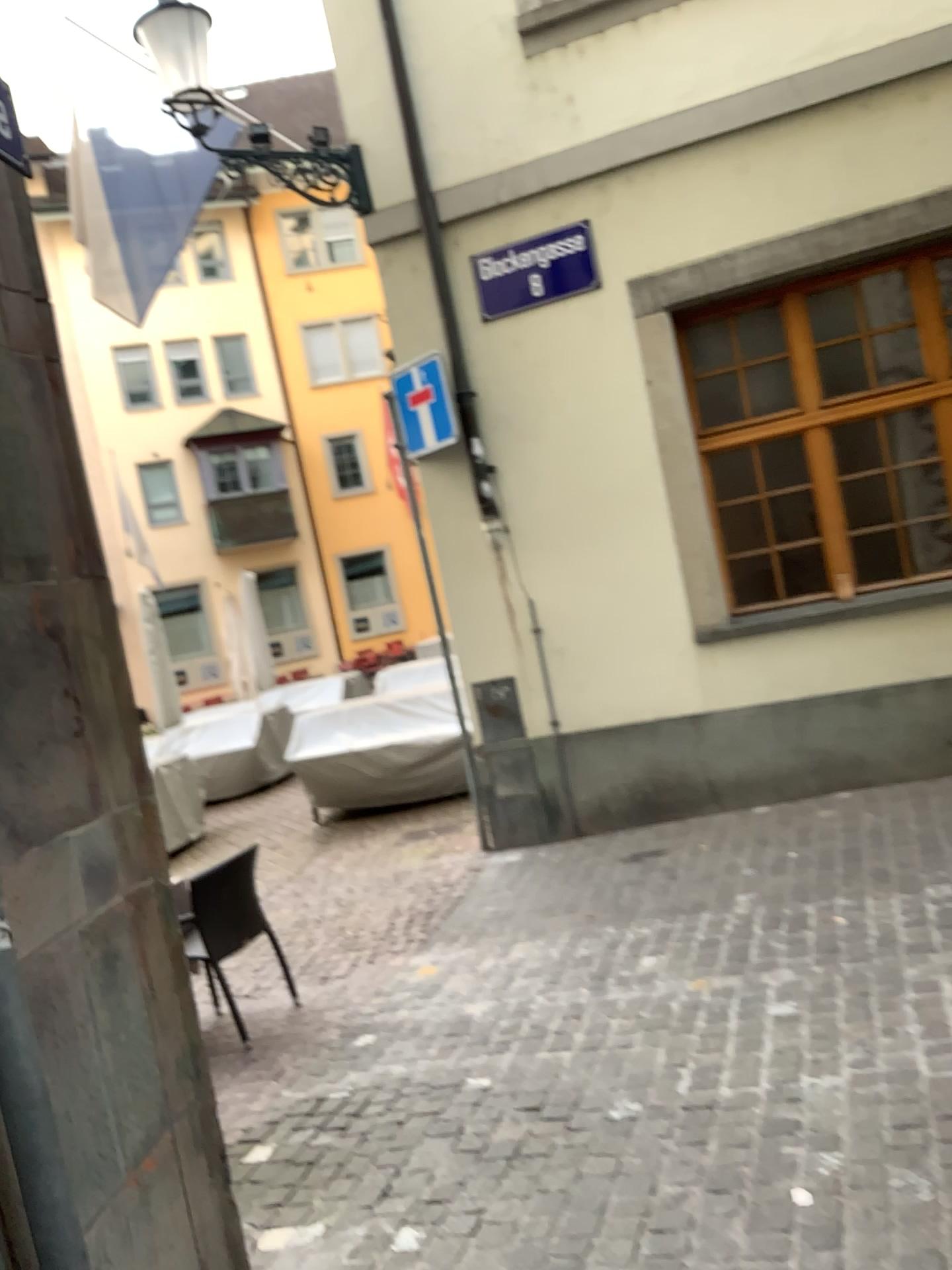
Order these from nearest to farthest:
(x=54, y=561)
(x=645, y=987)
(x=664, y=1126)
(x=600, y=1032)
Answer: (x=54, y=561) → (x=664, y=1126) → (x=600, y=1032) → (x=645, y=987)
